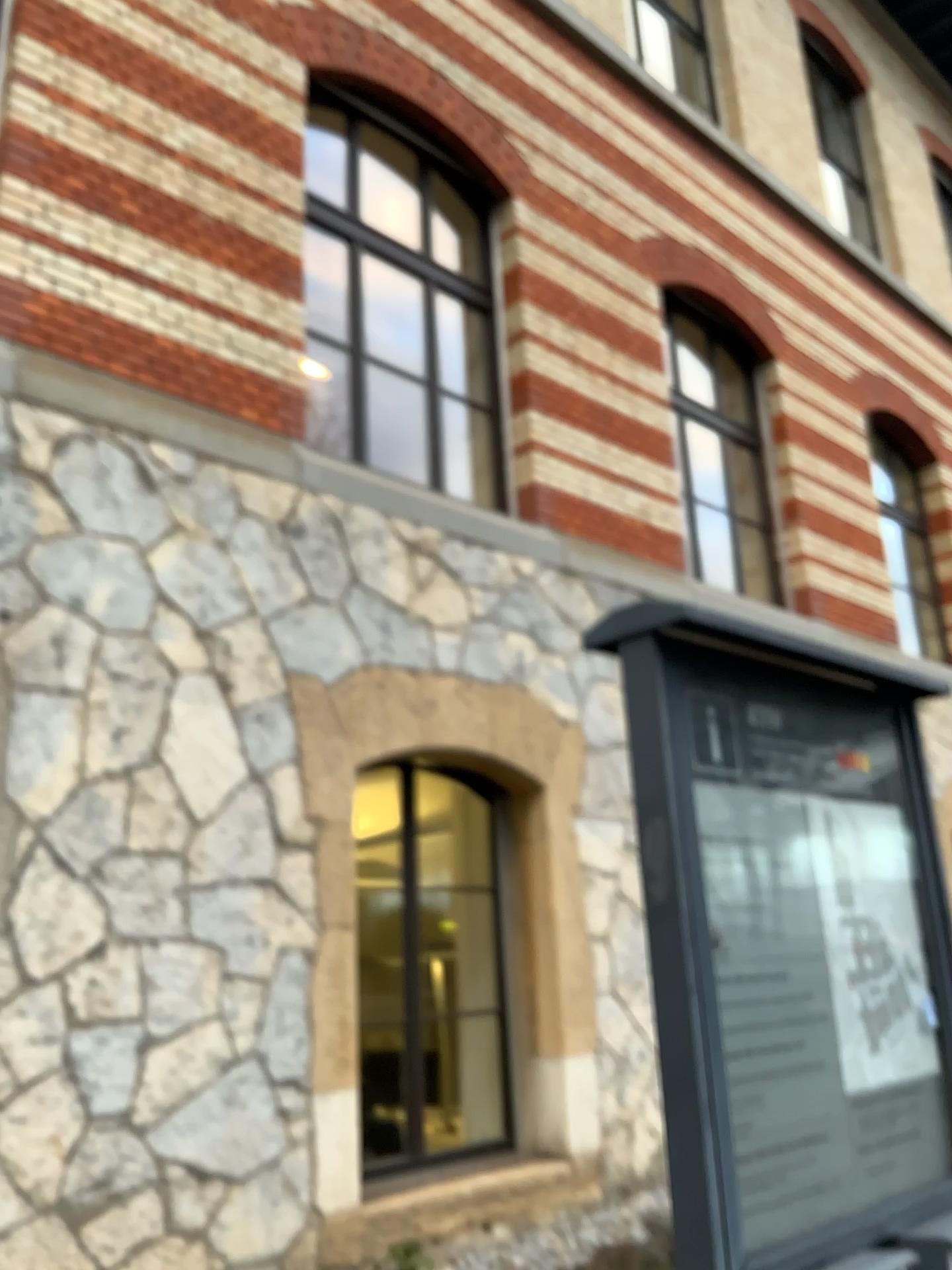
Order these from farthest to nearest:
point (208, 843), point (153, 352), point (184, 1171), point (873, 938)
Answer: point (153, 352)
point (208, 843)
point (184, 1171)
point (873, 938)
